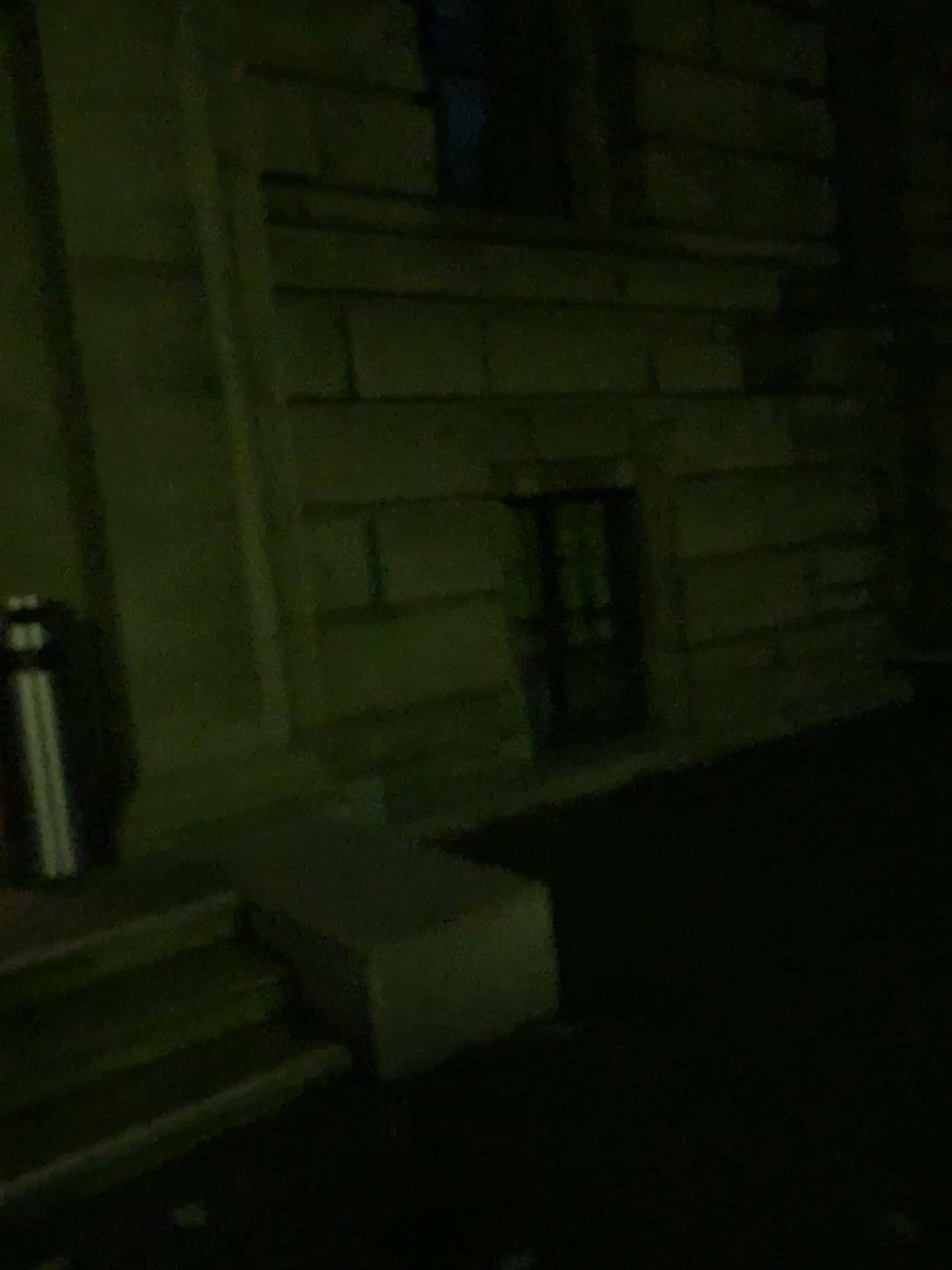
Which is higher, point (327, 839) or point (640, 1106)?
point (327, 839)
